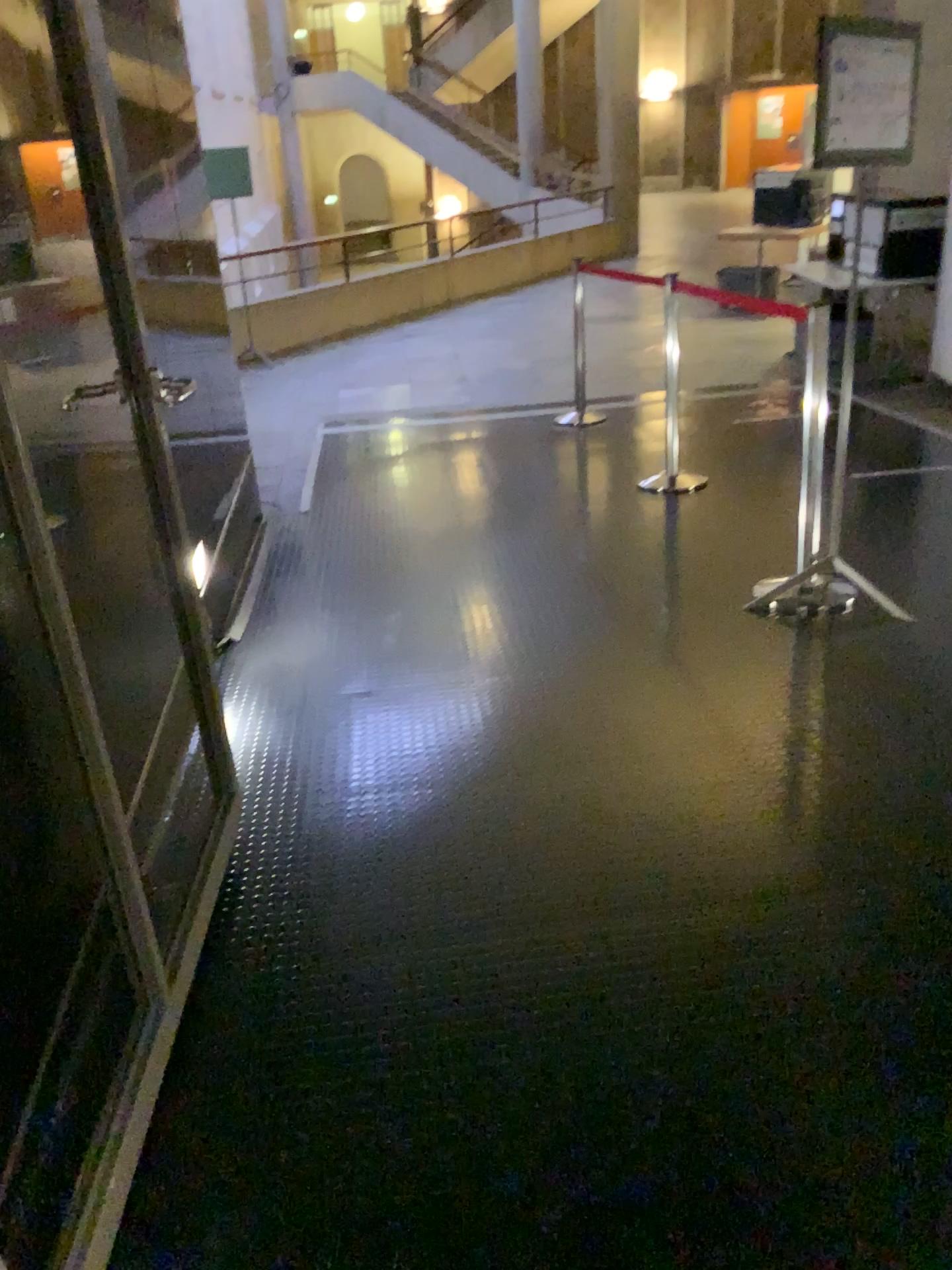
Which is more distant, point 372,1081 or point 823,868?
point 823,868
